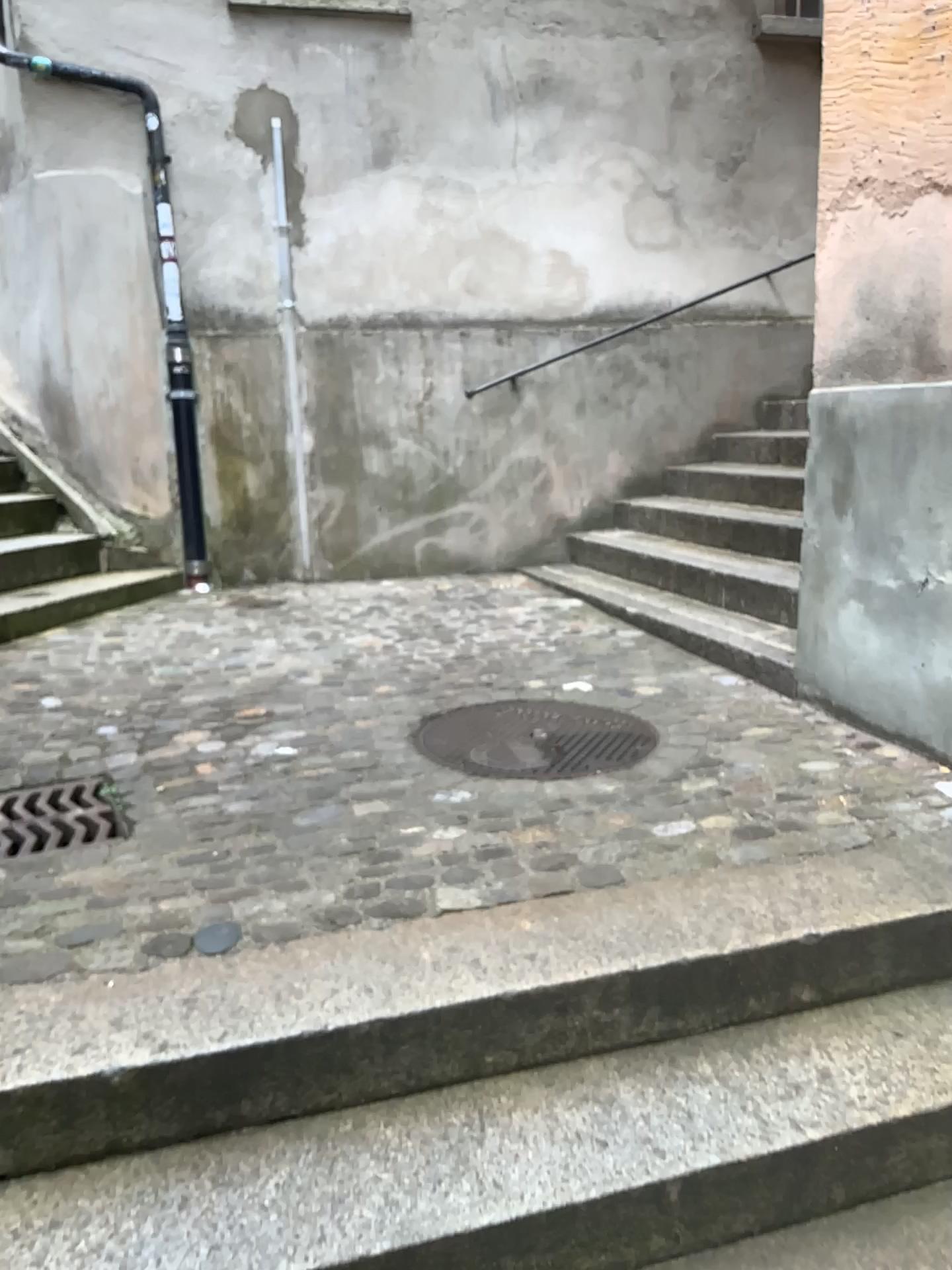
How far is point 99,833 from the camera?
2.52m

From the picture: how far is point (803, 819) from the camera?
2.5m

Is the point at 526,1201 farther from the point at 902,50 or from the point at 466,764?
the point at 902,50

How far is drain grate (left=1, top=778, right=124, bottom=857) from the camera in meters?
2.5 m

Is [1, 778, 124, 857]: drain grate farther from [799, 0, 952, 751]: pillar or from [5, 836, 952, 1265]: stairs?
[799, 0, 952, 751]: pillar

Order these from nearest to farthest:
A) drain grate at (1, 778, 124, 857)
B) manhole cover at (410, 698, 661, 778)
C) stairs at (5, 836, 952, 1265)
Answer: stairs at (5, 836, 952, 1265), drain grate at (1, 778, 124, 857), manhole cover at (410, 698, 661, 778)

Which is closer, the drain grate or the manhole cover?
the drain grate

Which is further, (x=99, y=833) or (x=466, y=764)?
(x=466, y=764)

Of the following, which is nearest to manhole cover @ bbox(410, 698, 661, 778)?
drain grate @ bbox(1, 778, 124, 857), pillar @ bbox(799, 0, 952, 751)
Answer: pillar @ bbox(799, 0, 952, 751)
